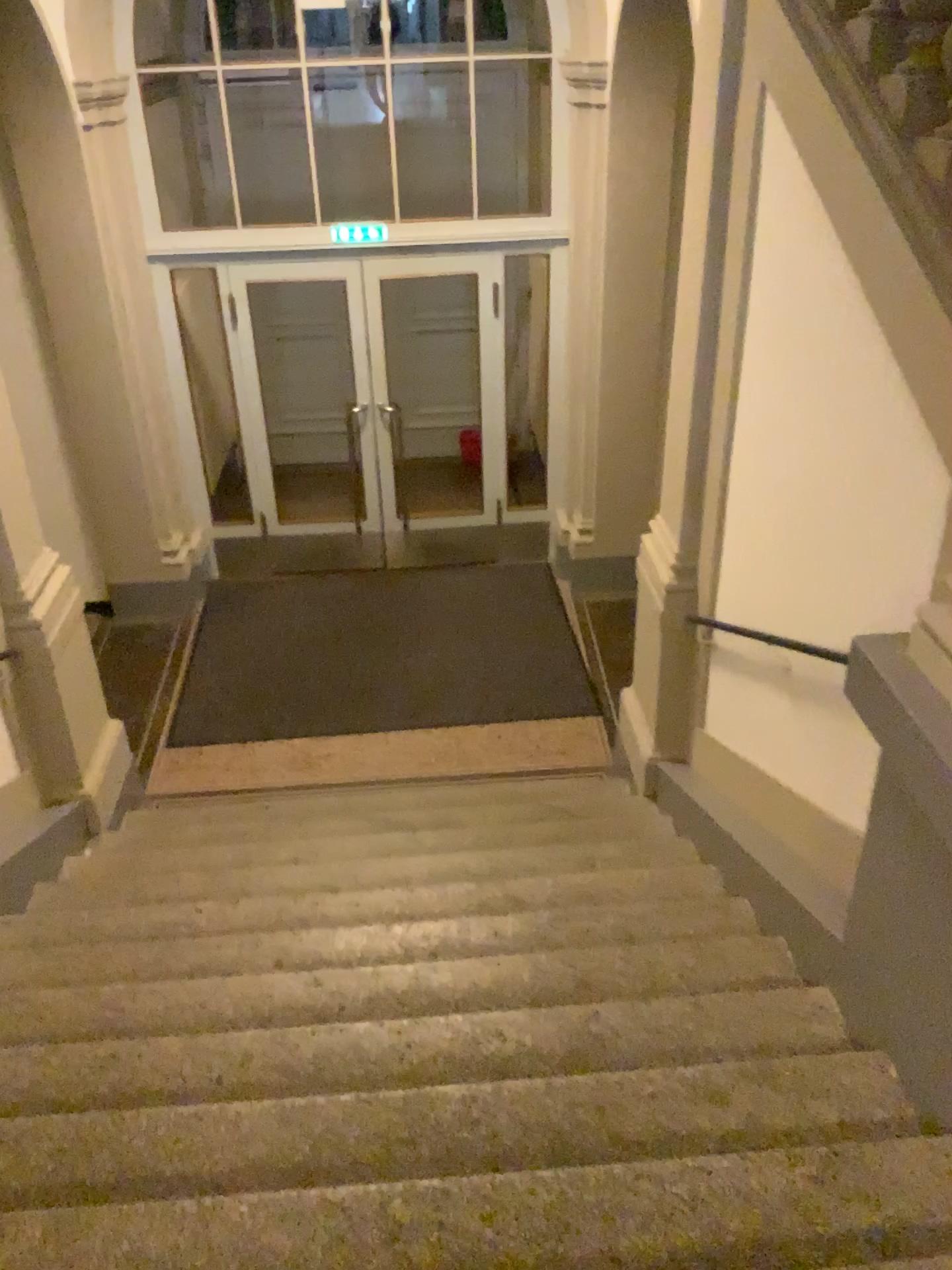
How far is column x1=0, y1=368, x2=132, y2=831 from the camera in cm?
443

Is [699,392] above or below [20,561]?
above

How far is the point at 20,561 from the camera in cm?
443

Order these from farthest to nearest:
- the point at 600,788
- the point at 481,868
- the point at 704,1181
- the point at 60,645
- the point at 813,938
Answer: the point at 600,788 < the point at 60,645 < the point at 481,868 < the point at 813,938 < the point at 704,1181
